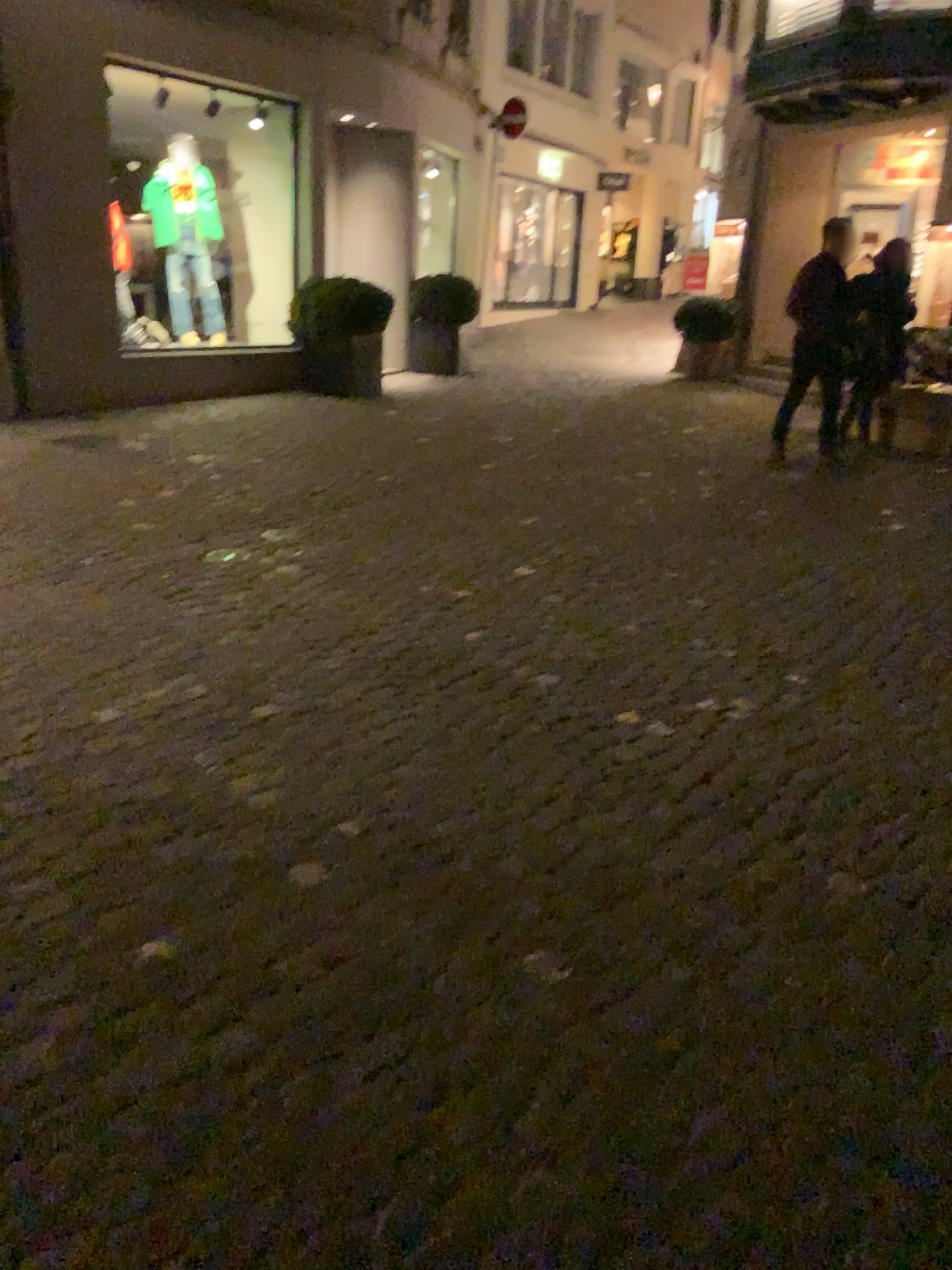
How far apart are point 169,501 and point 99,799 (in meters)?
2.98
